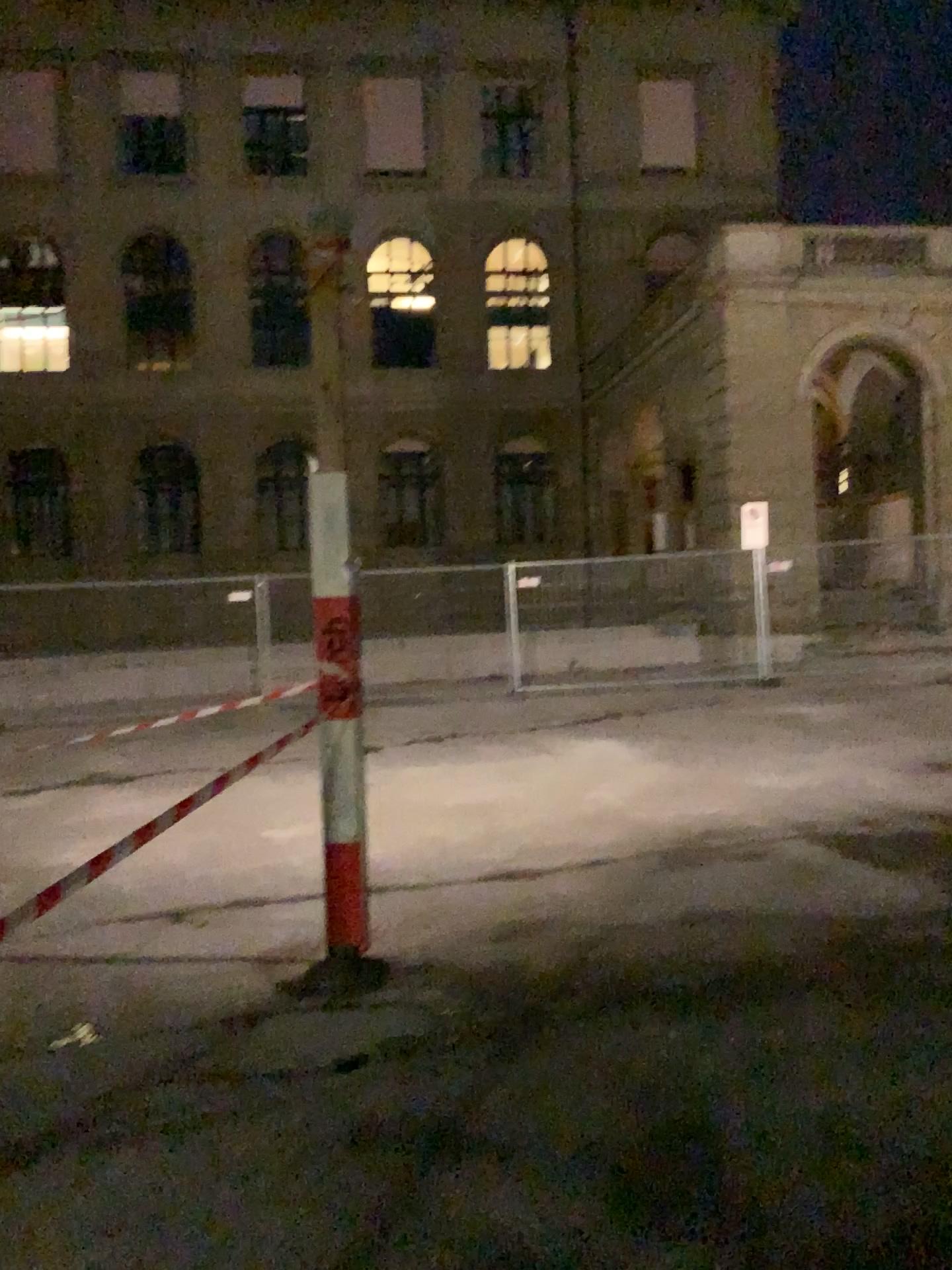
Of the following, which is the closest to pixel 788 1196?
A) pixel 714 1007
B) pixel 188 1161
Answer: pixel 714 1007
